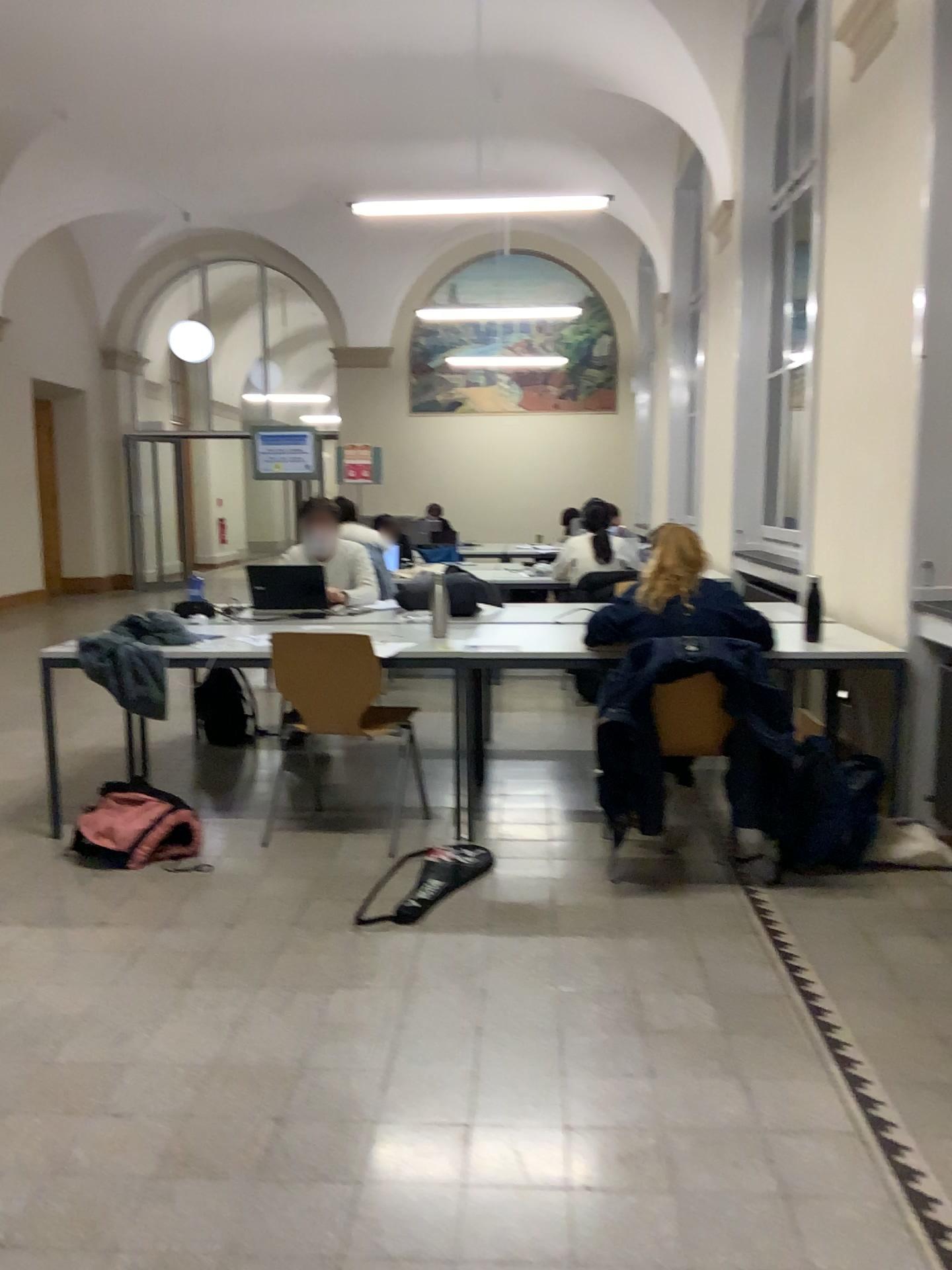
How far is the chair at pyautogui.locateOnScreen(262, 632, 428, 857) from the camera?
3.90m

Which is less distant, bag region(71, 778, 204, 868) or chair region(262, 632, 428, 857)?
bag region(71, 778, 204, 868)

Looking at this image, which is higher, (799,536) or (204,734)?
(799,536)

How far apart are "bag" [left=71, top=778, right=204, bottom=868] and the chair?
0.6m

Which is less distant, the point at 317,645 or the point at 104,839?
the point at 104,839

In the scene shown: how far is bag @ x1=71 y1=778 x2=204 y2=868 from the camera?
3.6 meters

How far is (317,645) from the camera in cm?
390

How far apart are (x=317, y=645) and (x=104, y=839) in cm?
99
